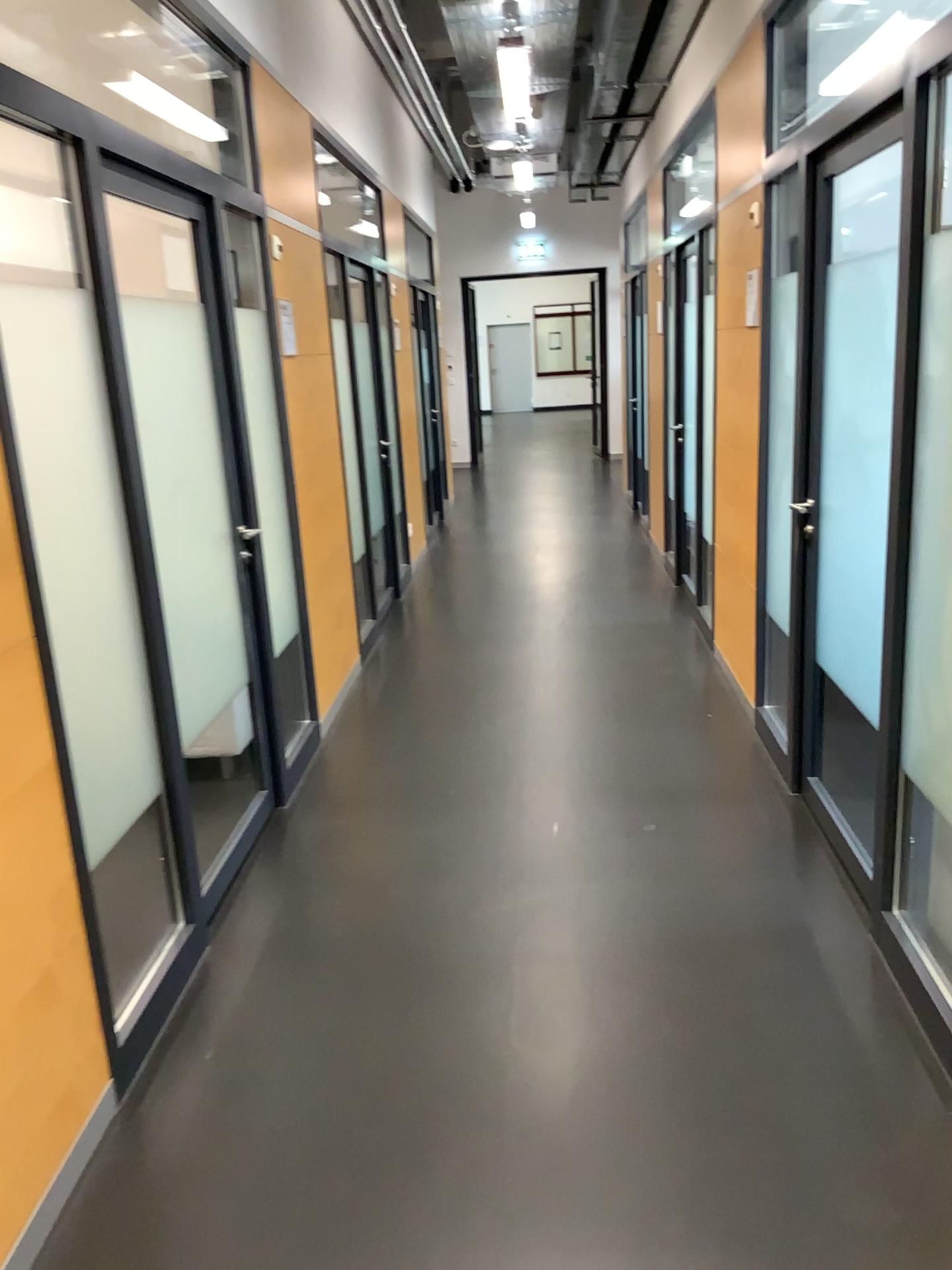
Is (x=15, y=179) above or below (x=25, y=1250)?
above

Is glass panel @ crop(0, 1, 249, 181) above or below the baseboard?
above

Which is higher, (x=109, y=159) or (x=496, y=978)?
(x=109, y=159)

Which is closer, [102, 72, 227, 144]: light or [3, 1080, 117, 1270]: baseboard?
[3, 1080, 117, 1270]: baseboard

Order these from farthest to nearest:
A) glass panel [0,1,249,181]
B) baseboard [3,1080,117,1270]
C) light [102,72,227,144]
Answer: light [102,72,227,144], glass panel [0,1,249,181], baseboard [3,1080,117,1270]

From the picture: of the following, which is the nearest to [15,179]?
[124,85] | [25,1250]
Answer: [25,1250]

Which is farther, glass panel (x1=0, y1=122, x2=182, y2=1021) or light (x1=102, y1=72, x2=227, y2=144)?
light (x1=102, y1=72, x2=227, y2=144)

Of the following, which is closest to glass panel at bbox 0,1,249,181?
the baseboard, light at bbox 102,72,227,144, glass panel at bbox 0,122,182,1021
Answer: light at bbox 102,72,227,144

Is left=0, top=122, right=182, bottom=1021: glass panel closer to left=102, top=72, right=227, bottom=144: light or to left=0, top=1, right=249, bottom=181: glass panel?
left=0, top=1, right=249, bottom=181: glass panel

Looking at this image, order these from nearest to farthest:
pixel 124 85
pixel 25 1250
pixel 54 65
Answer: pixel 25 1250 < pixel 54 65 < pixel 124 85
